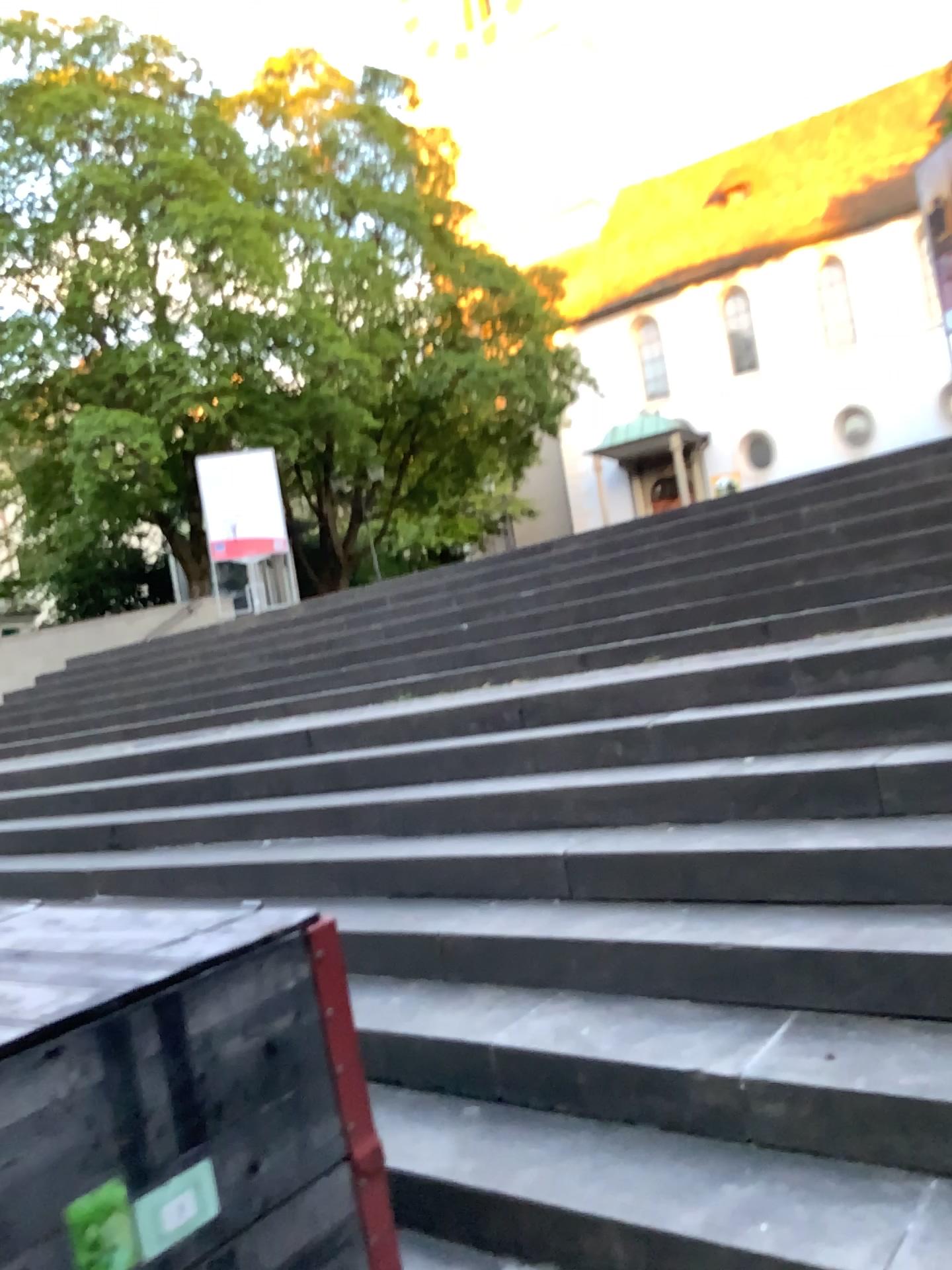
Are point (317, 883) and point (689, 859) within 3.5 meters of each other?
yes
